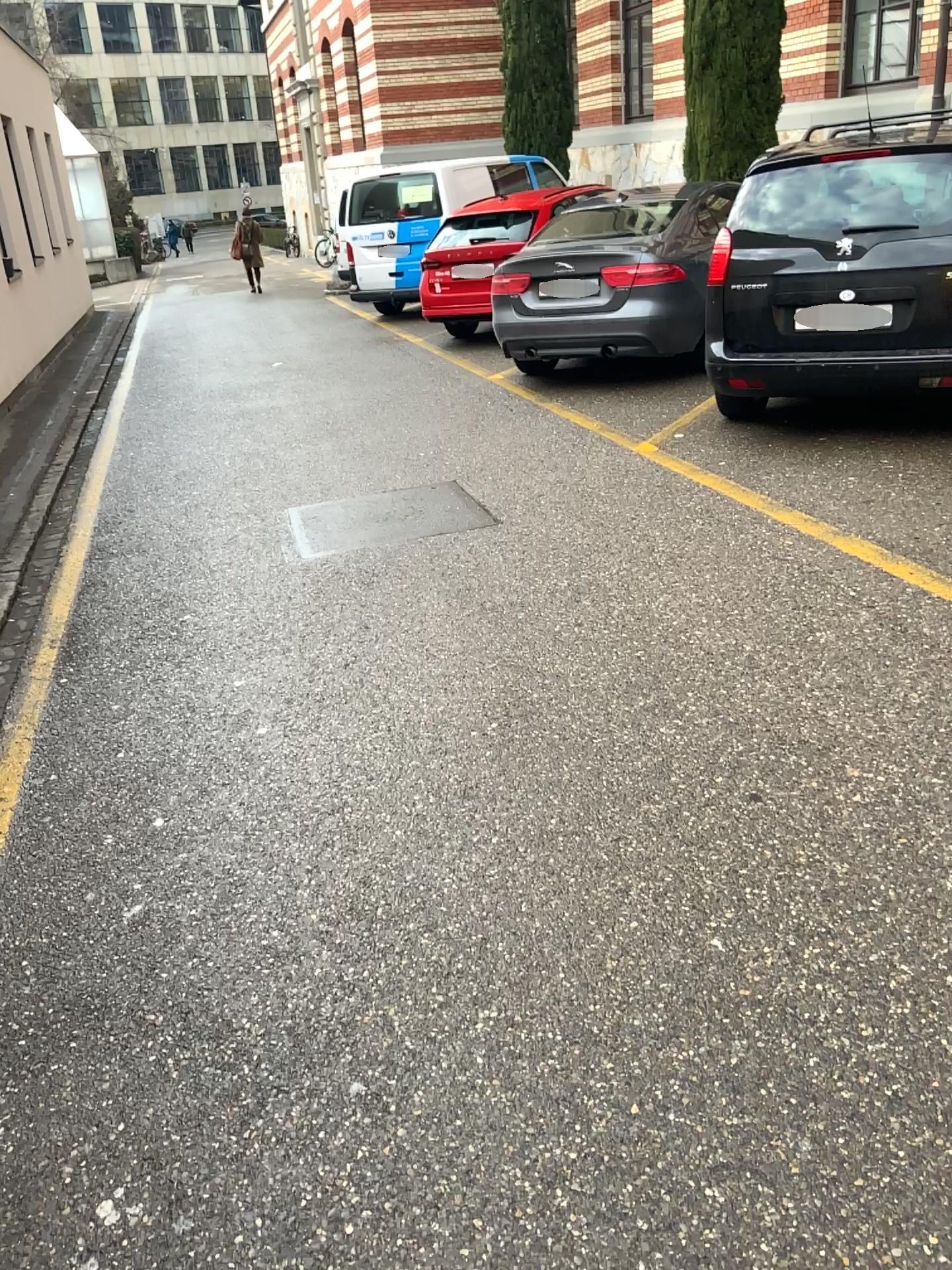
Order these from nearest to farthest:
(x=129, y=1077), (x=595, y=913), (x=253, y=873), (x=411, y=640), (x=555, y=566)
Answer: (x=129, y=1077), (x=595, y=913), (x=253, y=873), (x=411, y=640), (x=555, y=566)
